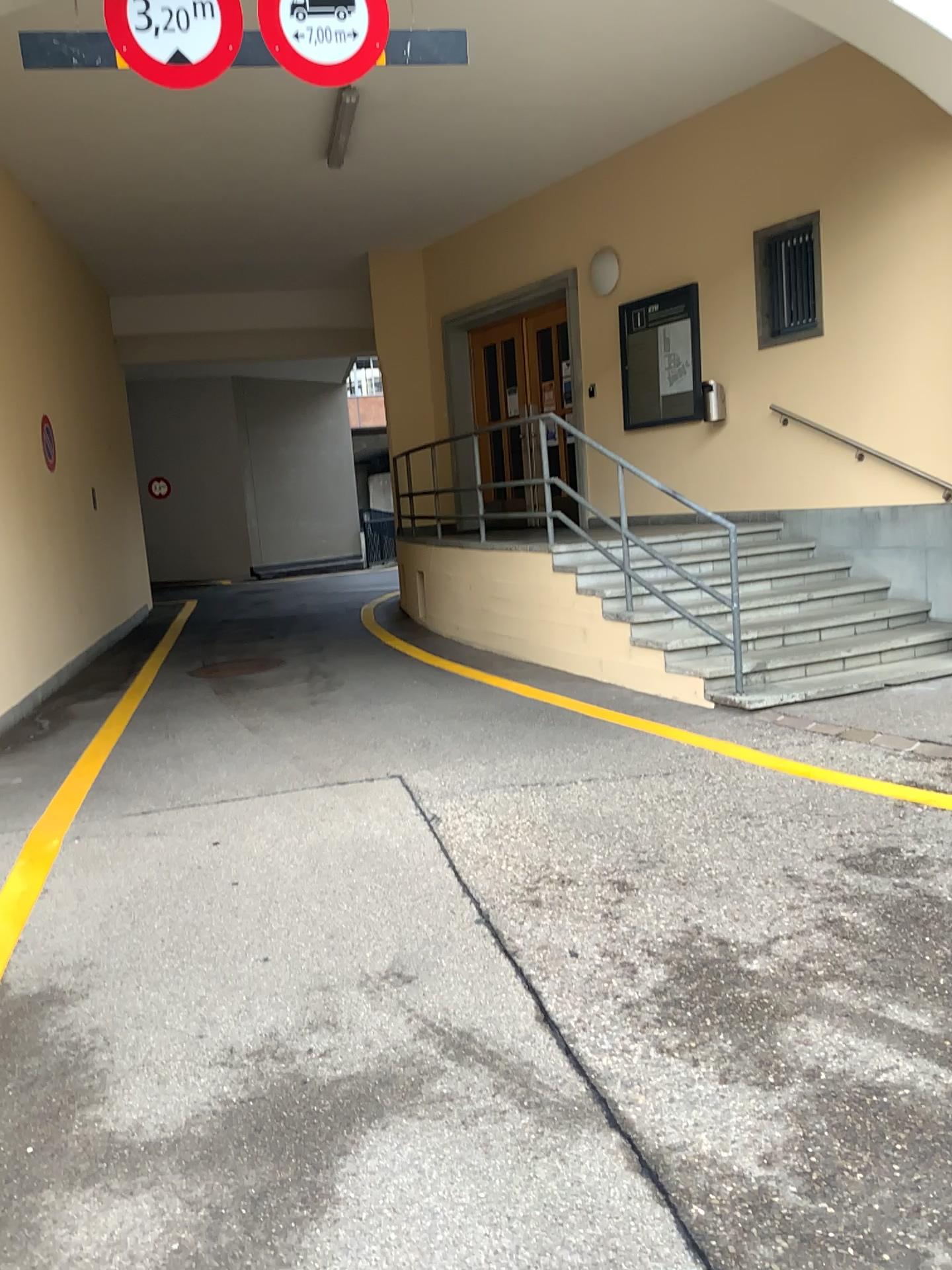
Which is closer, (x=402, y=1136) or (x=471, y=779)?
(x=402, y=1136)
